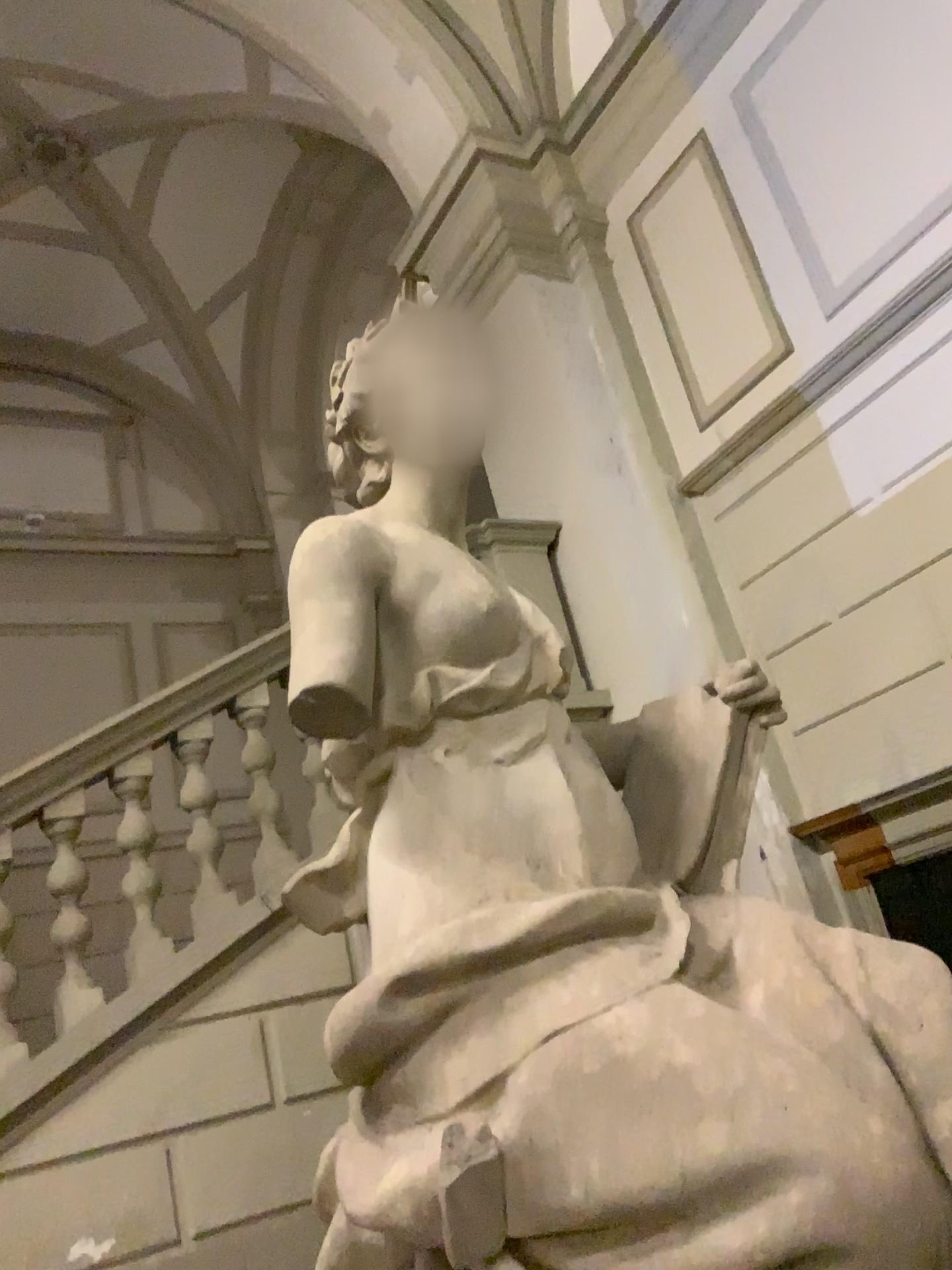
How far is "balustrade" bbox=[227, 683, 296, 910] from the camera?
3.8 meters

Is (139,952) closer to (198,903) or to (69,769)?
(198,903)

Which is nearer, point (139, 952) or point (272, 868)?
point (139, 952)

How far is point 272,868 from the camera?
3.77m

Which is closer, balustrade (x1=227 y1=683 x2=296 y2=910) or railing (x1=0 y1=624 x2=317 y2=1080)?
railing (x1=0 y1=624 x2=317 y2=1080)

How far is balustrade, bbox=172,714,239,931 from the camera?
3.6m

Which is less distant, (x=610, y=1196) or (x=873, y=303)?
(x=610, y=1196)
